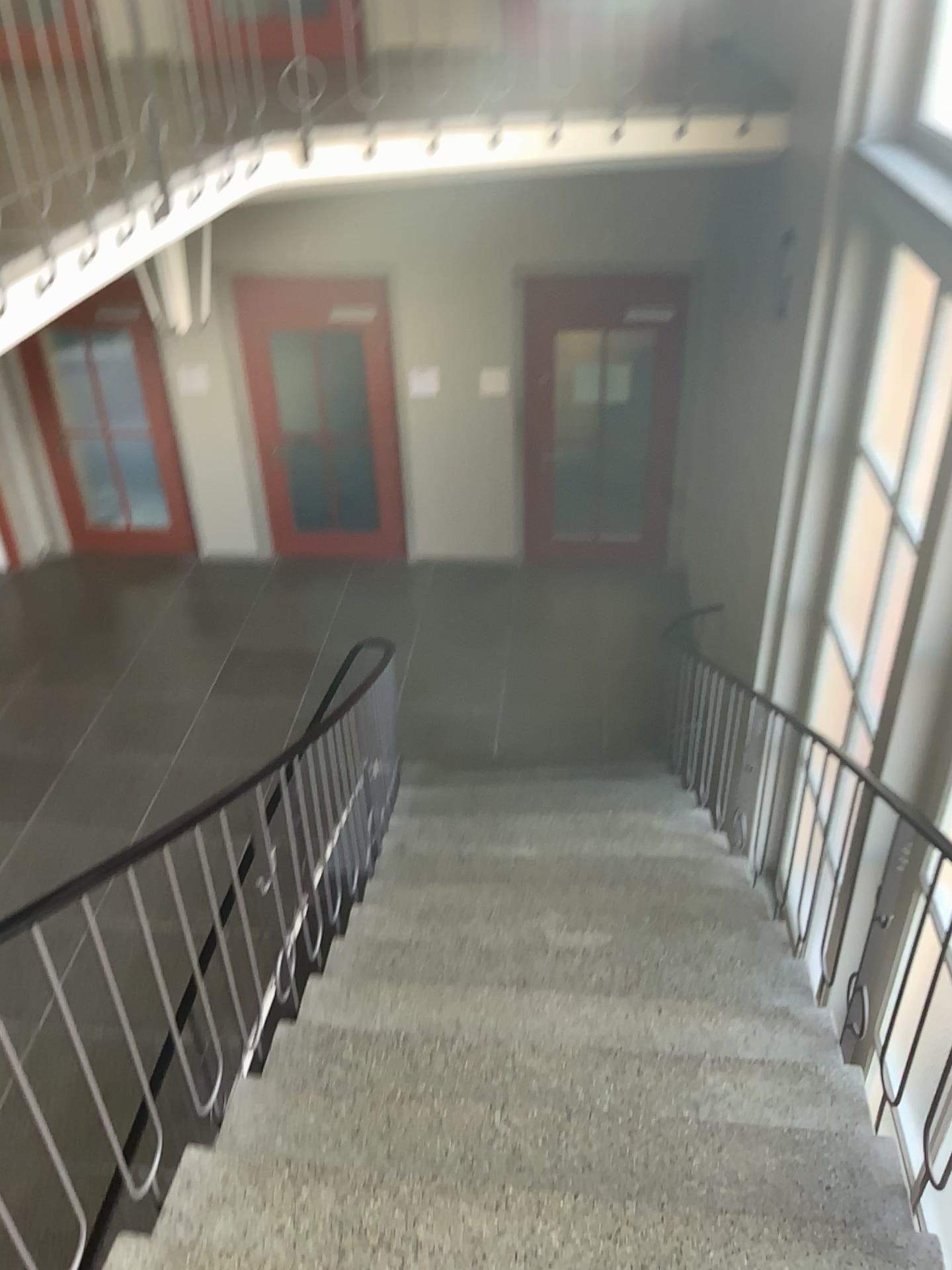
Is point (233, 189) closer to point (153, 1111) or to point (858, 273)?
point (858, 273)
